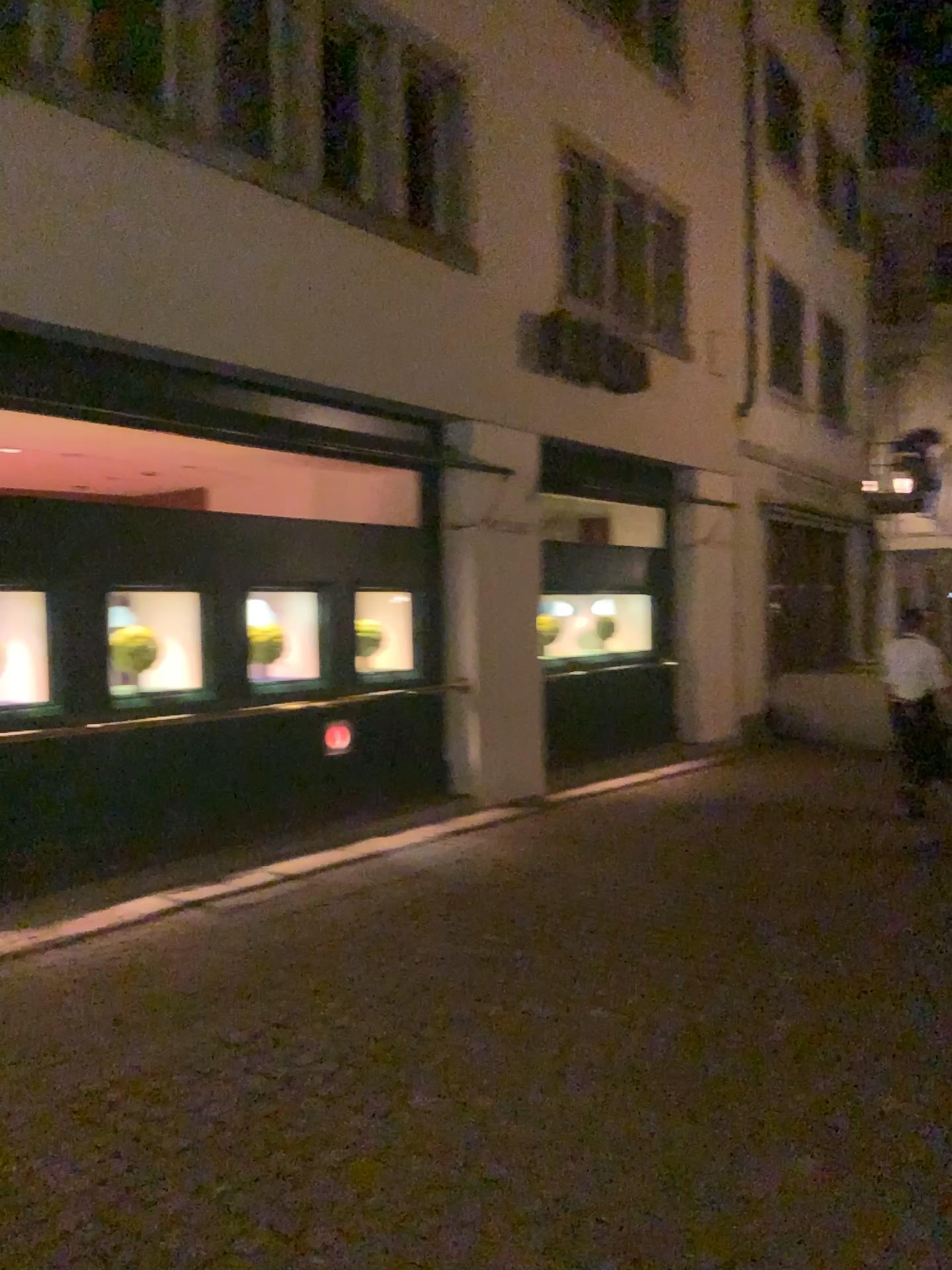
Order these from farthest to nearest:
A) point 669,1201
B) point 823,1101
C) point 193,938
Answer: point 193,938 → point 823,1101 → point 669,1201
